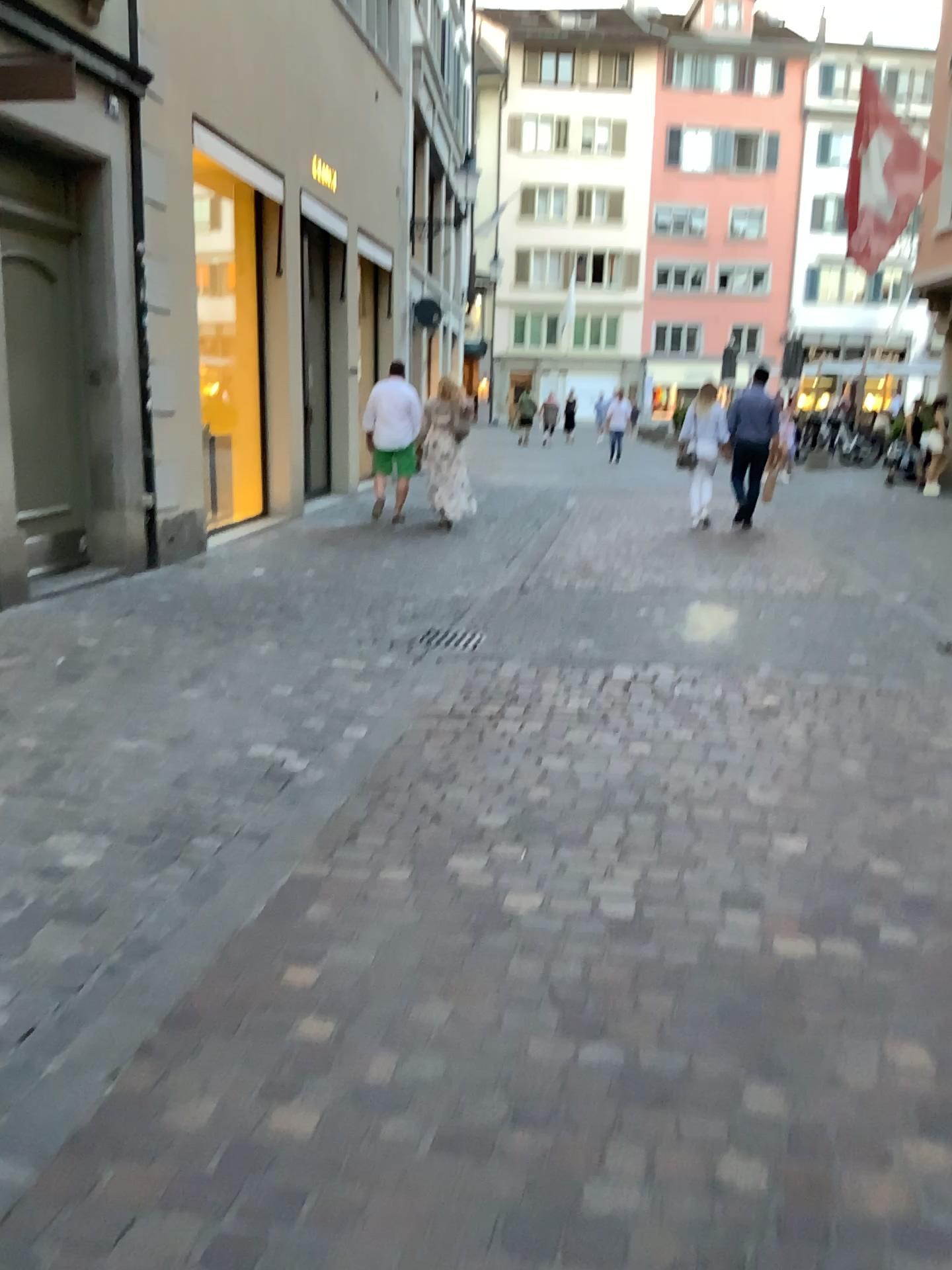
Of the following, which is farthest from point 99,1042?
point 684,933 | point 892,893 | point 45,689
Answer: point 45,689
